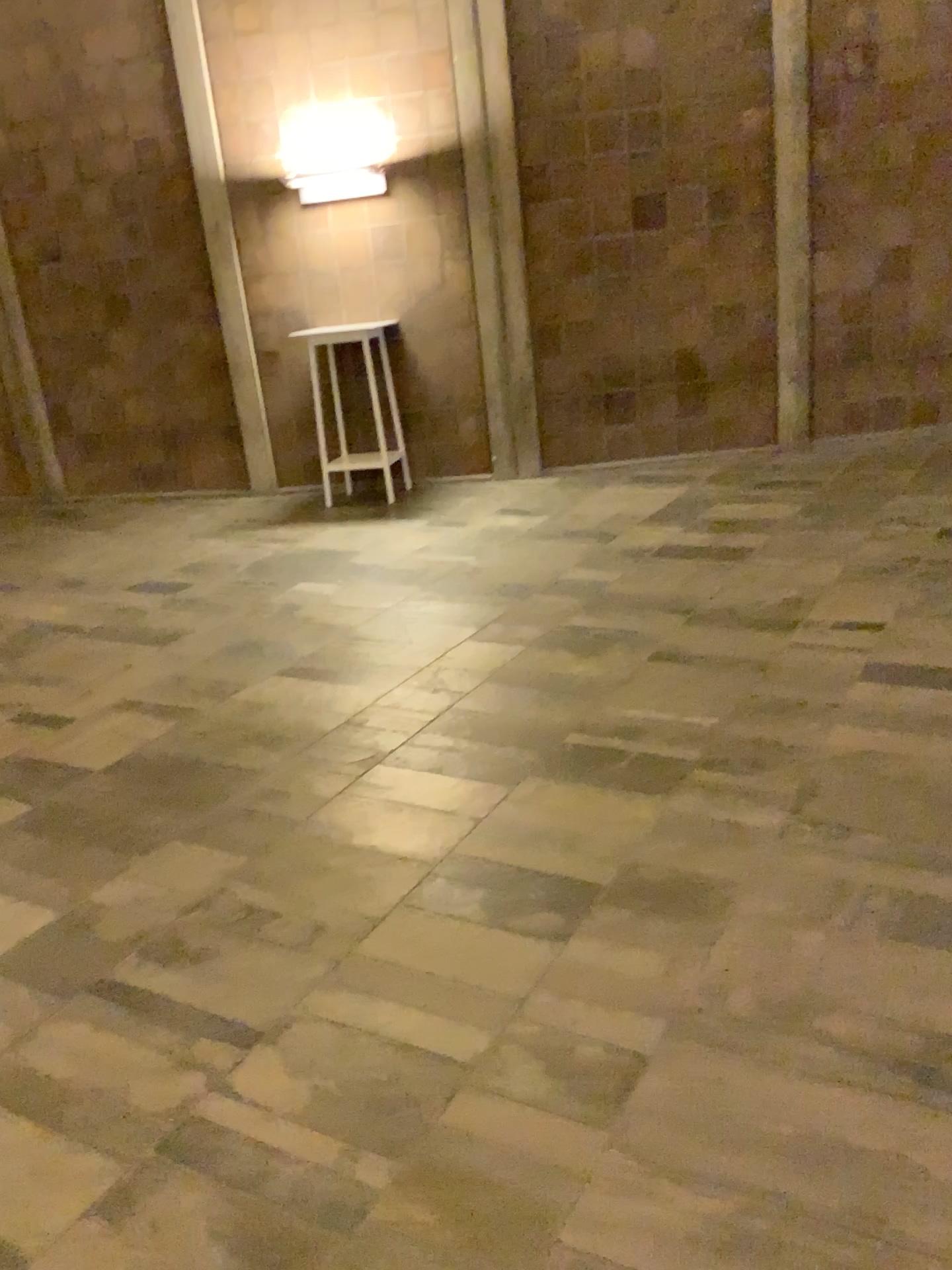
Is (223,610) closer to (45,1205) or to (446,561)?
(446,561)
